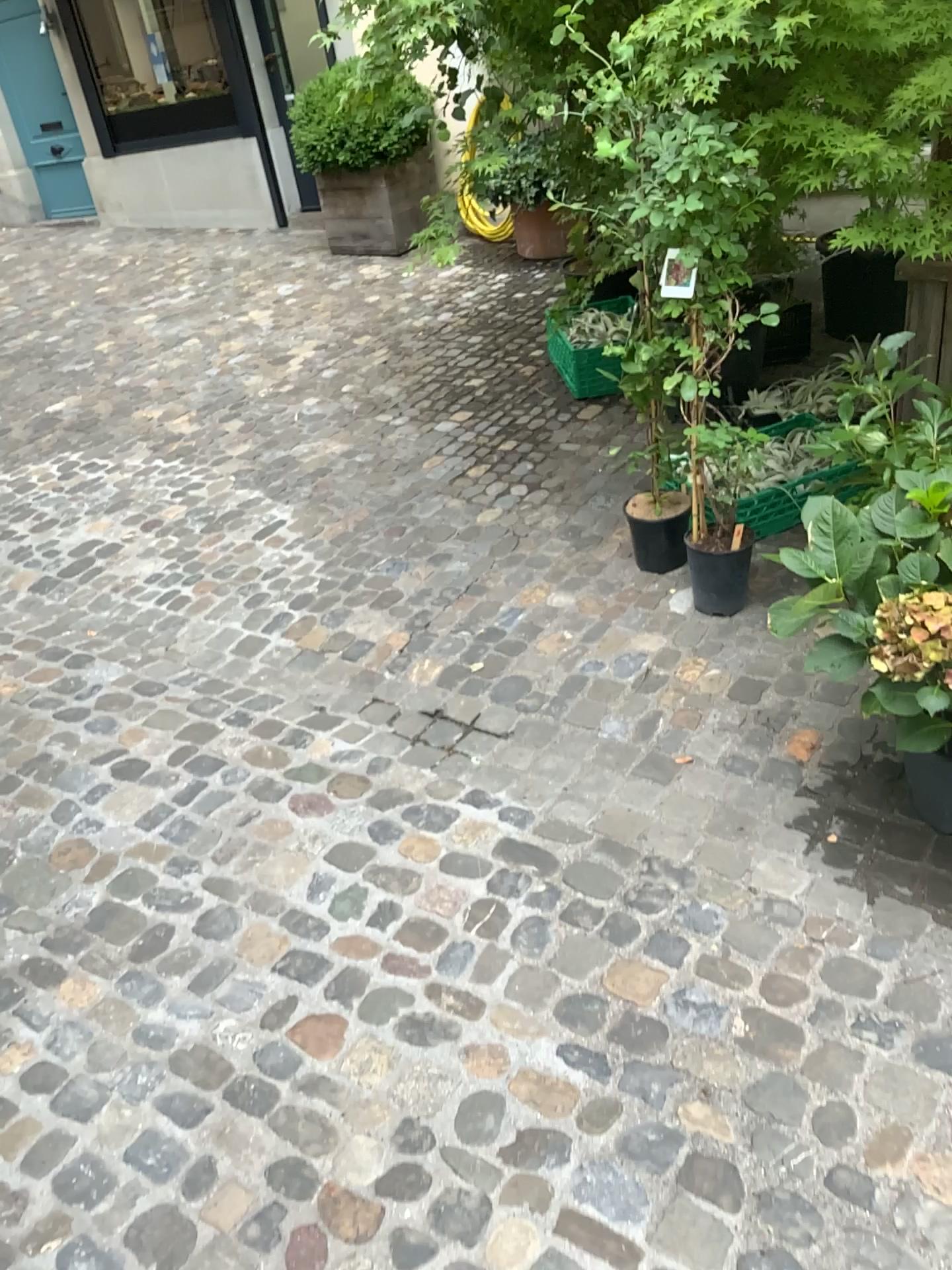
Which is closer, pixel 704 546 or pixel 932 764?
pixel 932 764

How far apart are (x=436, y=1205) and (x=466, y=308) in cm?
497

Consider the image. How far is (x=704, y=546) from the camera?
2.9 meters

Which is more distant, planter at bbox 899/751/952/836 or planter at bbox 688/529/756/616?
planter at bbox 688/529/756/616

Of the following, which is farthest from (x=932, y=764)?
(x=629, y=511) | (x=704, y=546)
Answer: (x=629, y=511)

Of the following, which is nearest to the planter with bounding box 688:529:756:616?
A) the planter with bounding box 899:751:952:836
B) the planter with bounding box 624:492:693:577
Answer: the planter with bounding box 624:492:693:577

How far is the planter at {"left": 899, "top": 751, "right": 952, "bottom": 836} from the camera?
2.15m

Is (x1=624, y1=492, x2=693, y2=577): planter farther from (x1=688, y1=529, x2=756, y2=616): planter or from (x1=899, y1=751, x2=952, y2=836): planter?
(x1=899, y1=751, x2=952, y2=836): planter

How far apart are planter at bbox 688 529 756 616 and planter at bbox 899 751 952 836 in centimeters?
78cm
